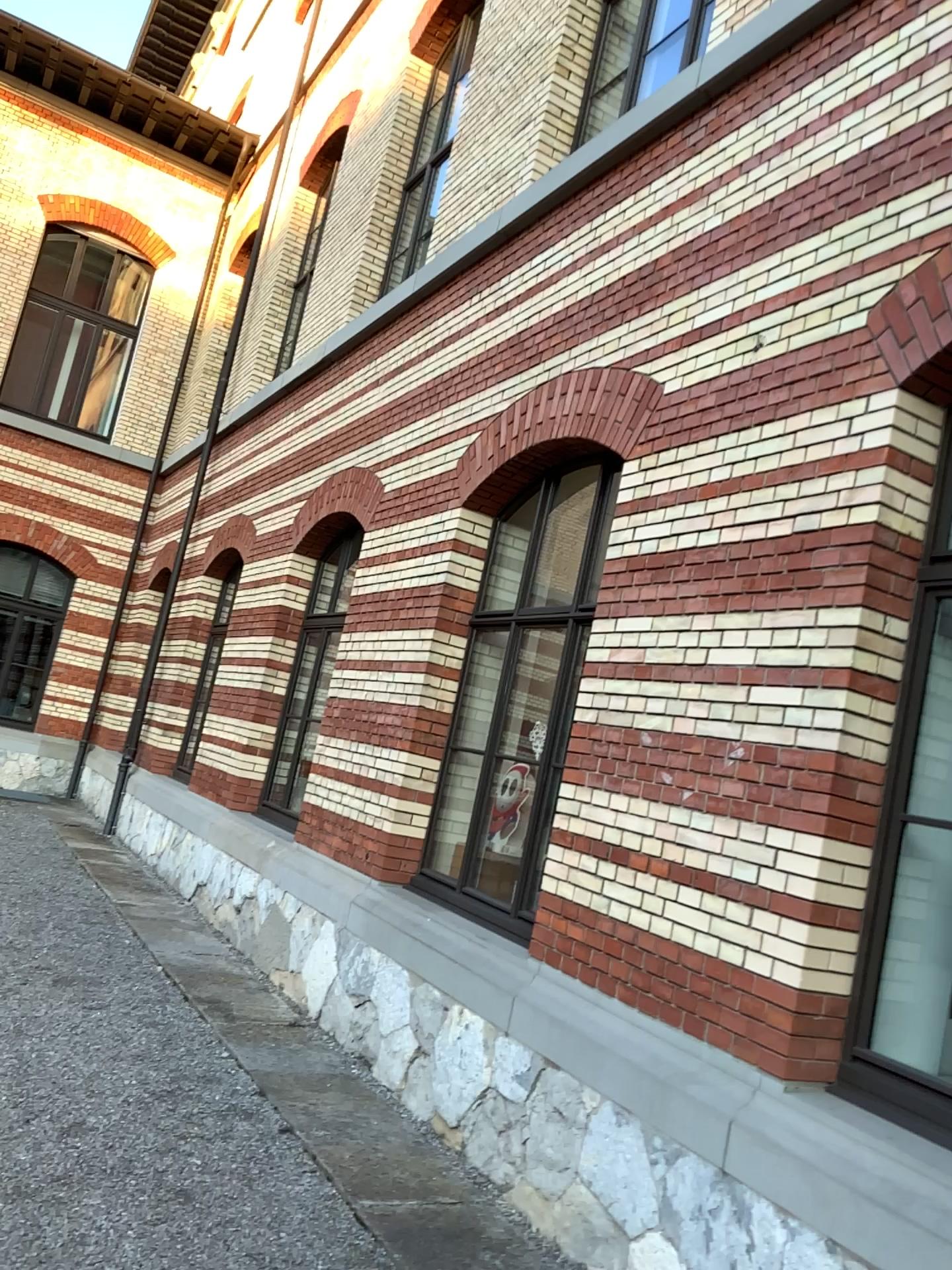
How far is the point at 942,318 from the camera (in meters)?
3.43

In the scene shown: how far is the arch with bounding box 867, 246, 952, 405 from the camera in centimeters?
343cm

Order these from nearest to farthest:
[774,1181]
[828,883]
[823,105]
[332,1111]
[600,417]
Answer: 1. [774,1181]
2. [828,883]
3. [823,105]
4. [332,1111]
5. [600,417]
